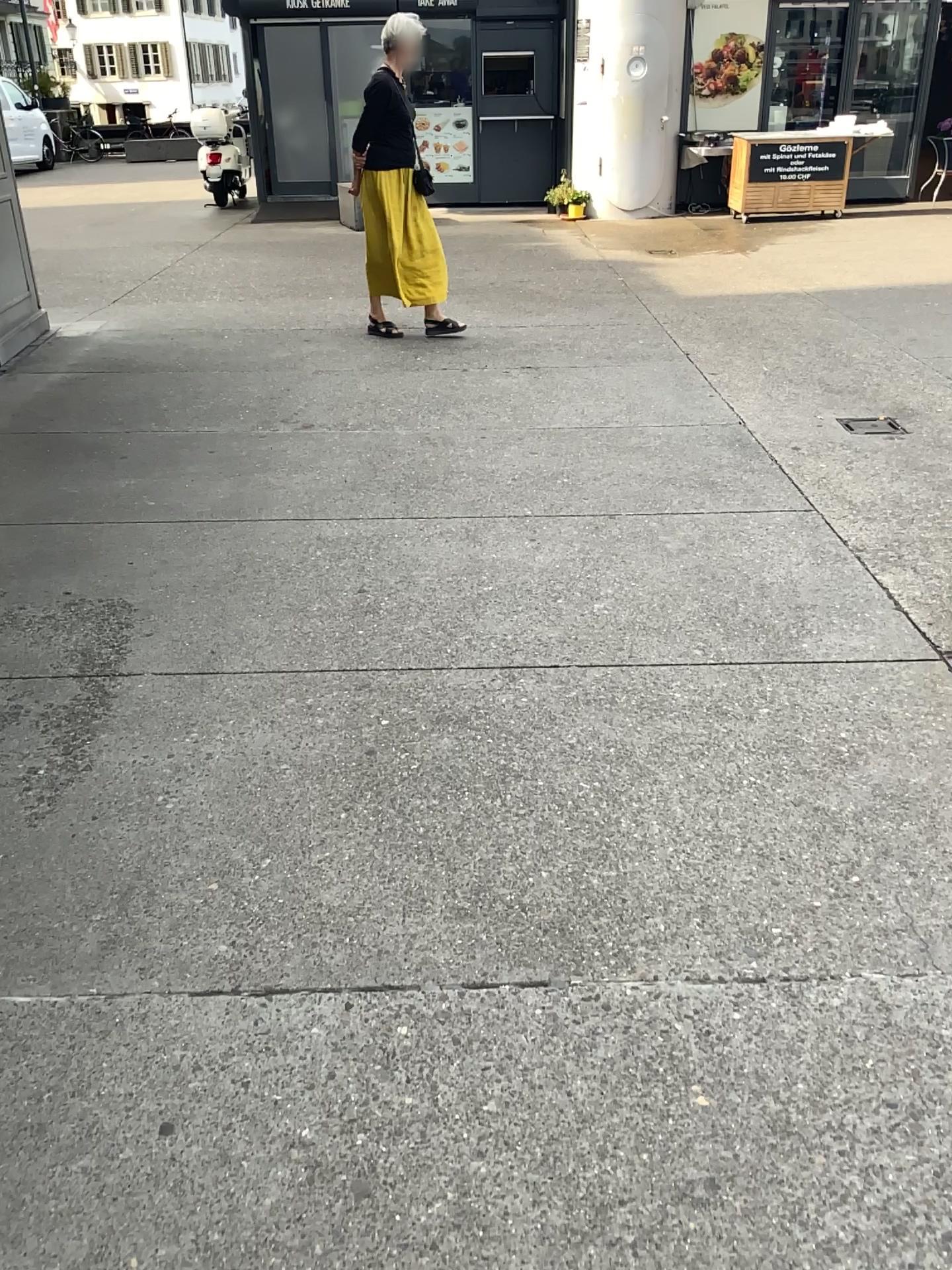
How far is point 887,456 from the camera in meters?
4.3 m
